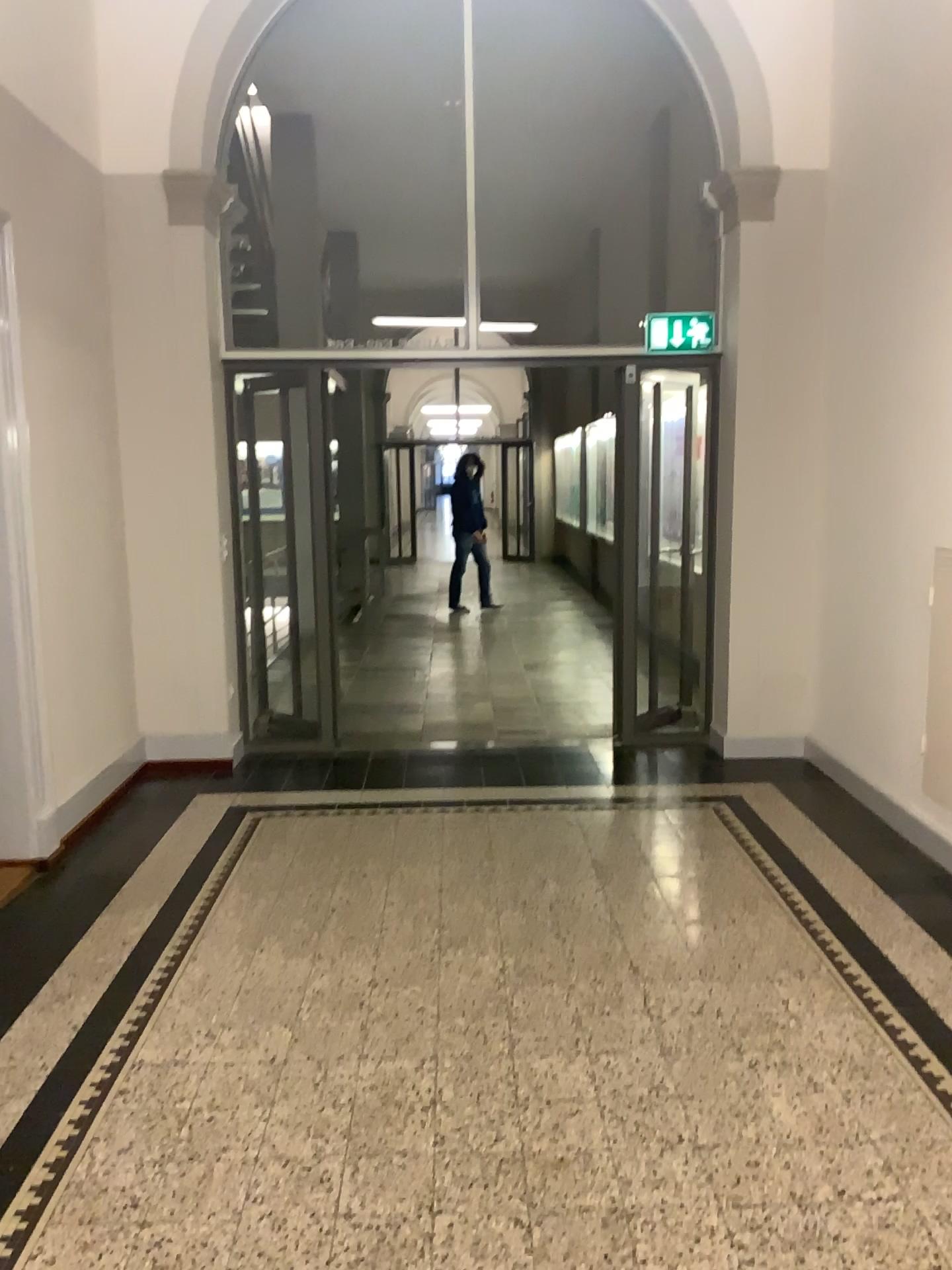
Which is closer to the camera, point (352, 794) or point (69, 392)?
point (69, 392)
